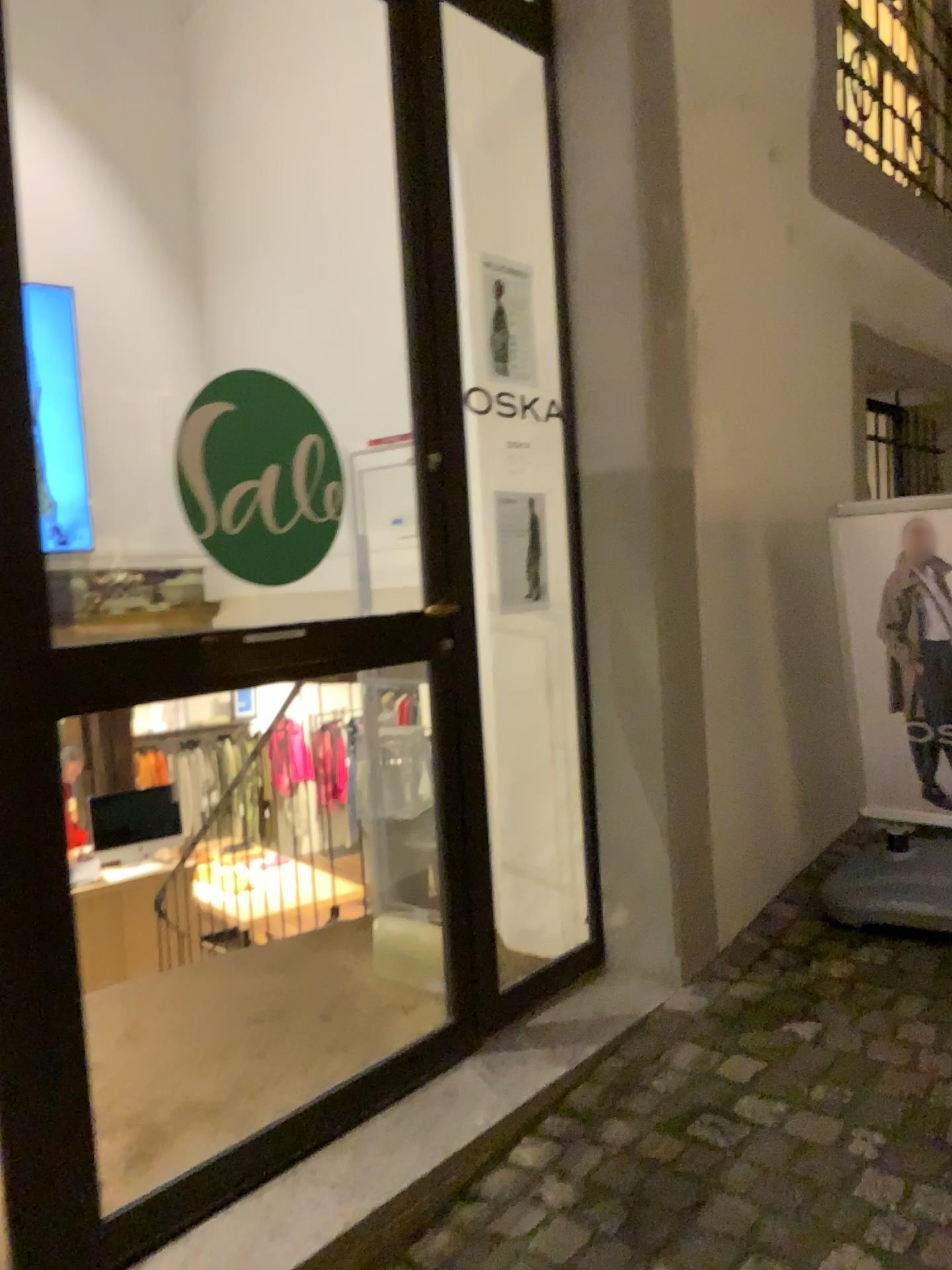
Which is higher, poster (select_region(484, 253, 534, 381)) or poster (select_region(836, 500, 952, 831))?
poster (select_region(484, 253, 534, 381))

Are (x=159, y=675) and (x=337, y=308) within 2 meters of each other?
no

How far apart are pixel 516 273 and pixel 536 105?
0.4 meters

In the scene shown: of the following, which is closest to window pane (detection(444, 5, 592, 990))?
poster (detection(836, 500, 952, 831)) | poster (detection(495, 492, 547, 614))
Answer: poster (detection(495, 492, 547, 614))

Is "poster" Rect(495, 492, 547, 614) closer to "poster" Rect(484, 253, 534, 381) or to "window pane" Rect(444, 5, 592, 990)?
"window pane" Rect(444, 5, 592, 990)

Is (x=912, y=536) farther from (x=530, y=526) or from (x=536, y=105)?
(x=536, y=105)

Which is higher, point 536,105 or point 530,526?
point 536,105

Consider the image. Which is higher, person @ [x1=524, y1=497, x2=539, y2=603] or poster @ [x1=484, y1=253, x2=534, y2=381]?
poster @ [x1=484, y1=253, x2=534, y2=381]

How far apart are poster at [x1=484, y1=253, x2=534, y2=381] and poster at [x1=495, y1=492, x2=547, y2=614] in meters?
0.4

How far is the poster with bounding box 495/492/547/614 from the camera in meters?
2.8 m
